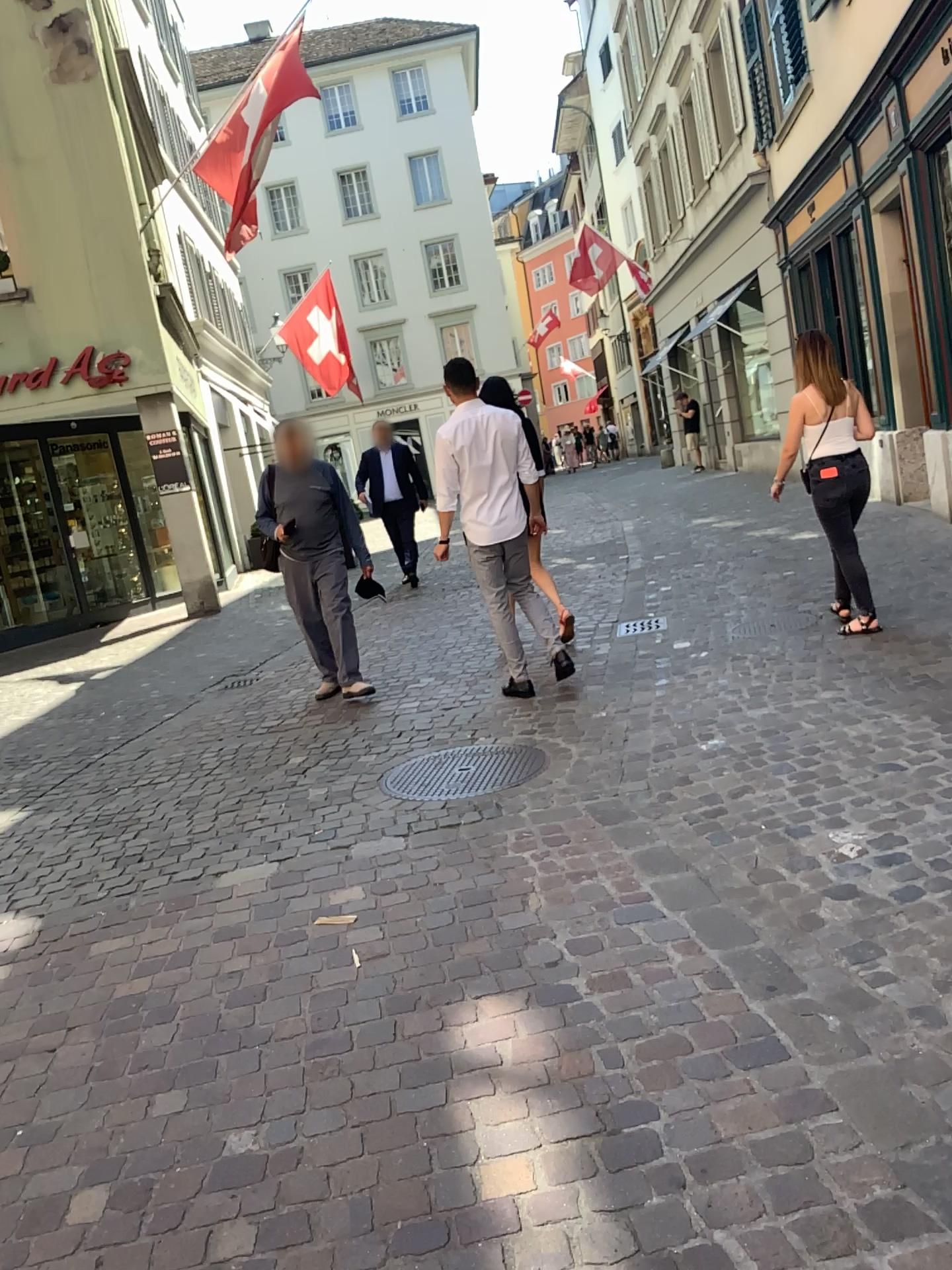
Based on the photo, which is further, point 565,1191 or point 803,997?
point 803,997
